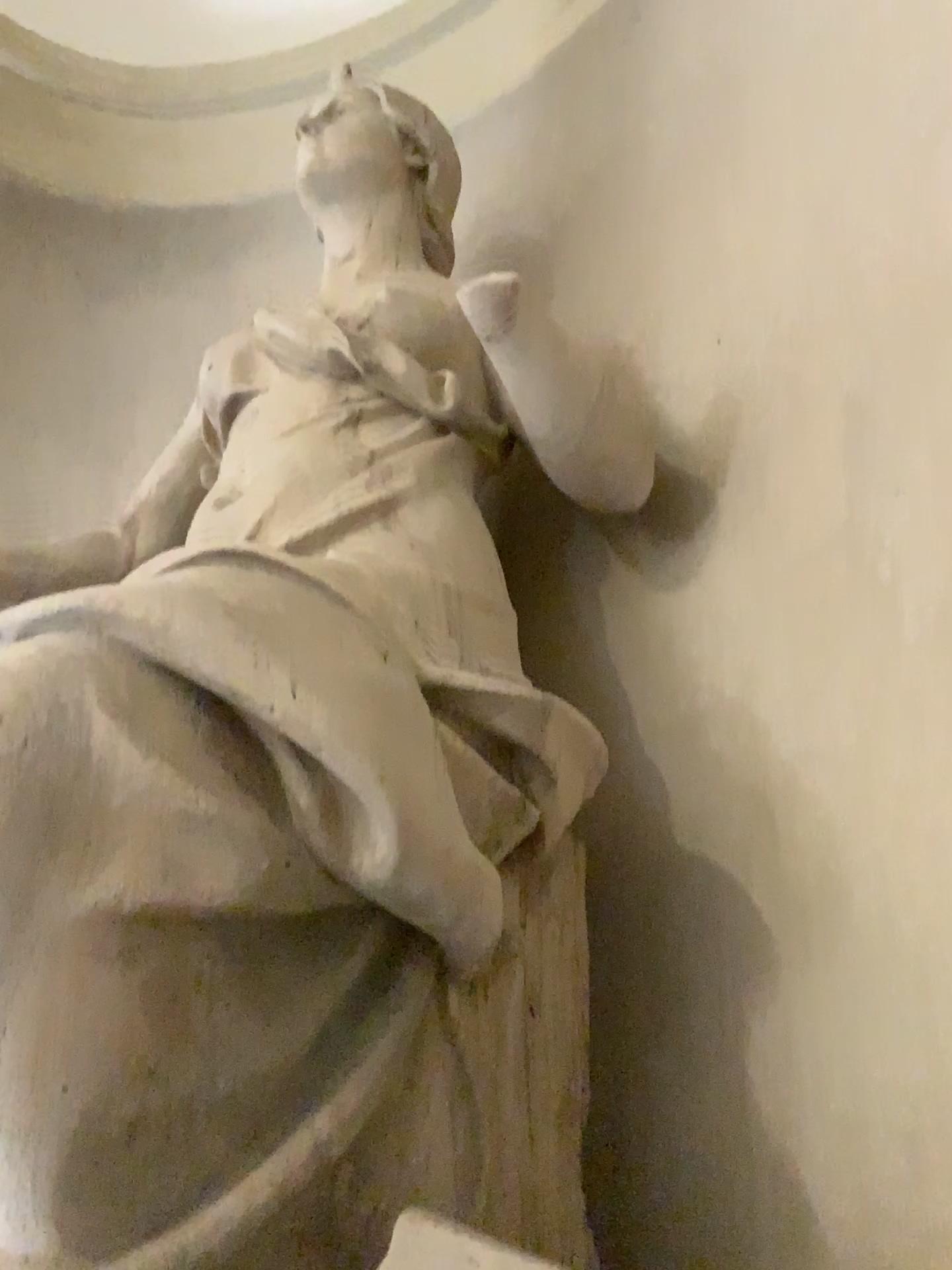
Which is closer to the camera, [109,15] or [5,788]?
[5,788]

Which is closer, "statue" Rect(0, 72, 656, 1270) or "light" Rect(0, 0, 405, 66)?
"statue" Rect(0, 72, 656, 1270)

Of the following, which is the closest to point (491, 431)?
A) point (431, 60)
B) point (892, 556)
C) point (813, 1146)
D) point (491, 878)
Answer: point (892, 556)

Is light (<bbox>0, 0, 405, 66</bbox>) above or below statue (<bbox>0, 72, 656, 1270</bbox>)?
above

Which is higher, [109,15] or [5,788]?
[109,15]
